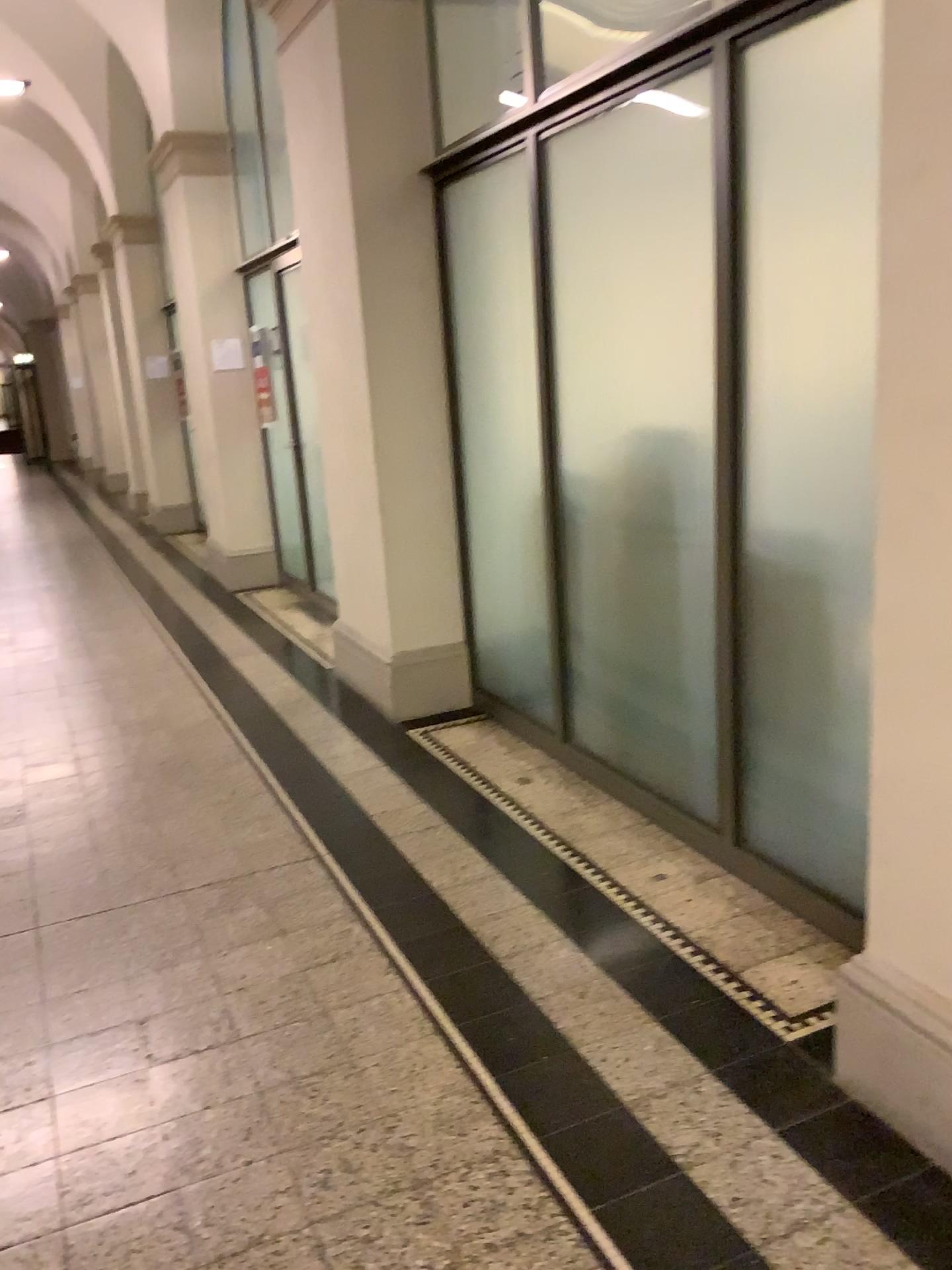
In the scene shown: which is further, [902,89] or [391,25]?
[391,25]

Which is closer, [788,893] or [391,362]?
[788,893]

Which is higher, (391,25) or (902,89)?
(391,25)

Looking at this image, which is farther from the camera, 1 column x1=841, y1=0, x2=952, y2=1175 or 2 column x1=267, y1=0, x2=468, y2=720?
2 column x1=267, y1=0, x2=468, y2=720
